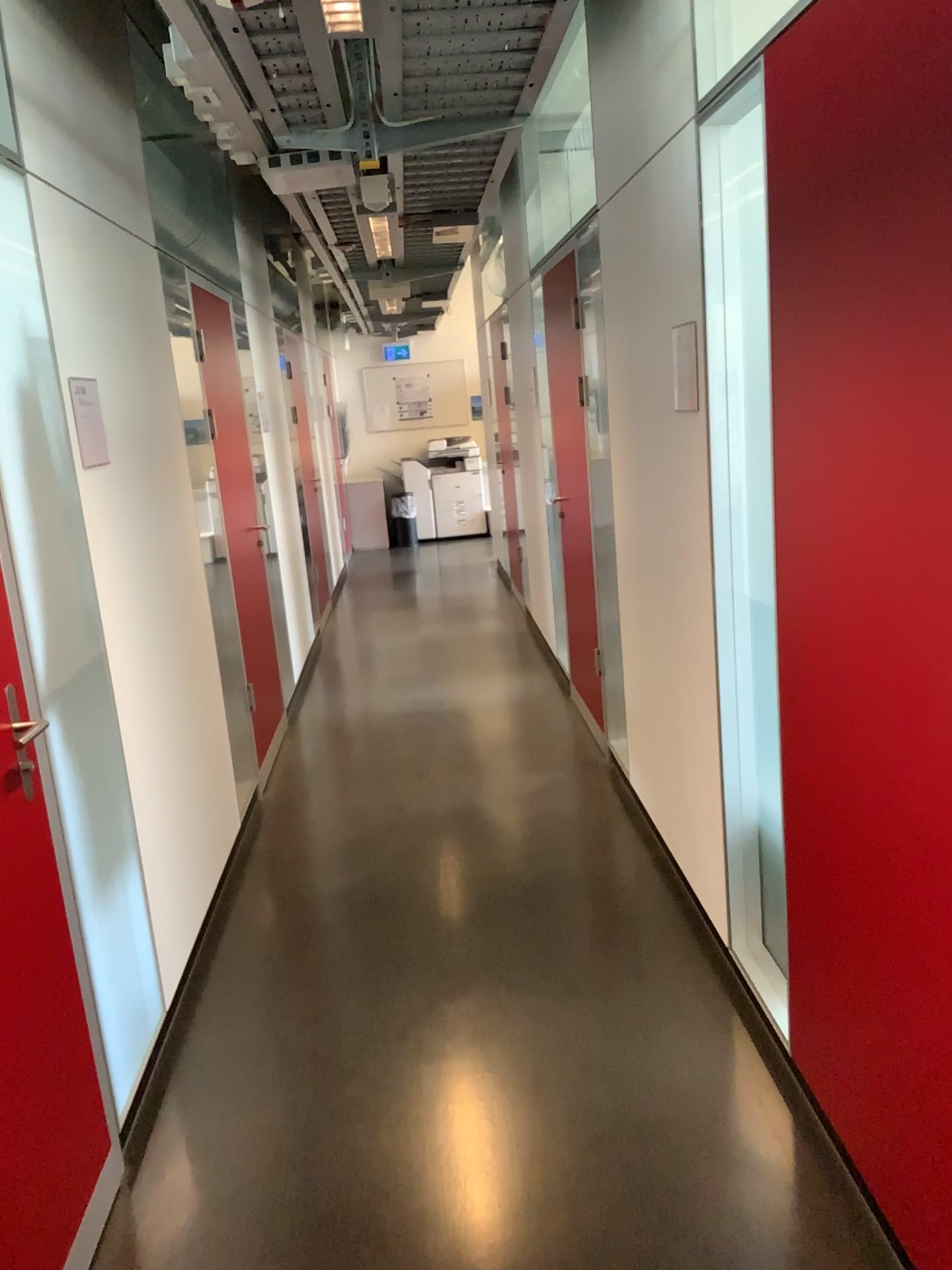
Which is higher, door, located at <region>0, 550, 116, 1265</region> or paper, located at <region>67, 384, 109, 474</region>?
paper, located at <region>67, 384, 109, 474</region>

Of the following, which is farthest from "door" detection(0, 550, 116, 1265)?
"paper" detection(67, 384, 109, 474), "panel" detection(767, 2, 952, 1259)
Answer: "panel" detection(767, 2, 952, 1259)

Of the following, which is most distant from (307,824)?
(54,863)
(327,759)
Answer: (54,863)

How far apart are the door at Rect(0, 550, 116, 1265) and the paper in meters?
0.8

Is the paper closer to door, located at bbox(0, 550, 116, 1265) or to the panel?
door, located at bbox(0, 550, 116, 1265)

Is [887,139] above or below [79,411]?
above

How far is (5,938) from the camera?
1.8 meters

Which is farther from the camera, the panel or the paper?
the paper

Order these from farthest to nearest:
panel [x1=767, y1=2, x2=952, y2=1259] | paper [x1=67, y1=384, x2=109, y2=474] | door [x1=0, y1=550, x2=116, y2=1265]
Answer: paper [x1=67, y1=384, x2=109, y2=474]
door [x1=0, y1=550, x2=116, y2=1265]
panel [x1=767, y1=2, x2=952, y2=1259]

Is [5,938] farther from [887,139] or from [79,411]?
[887,139]
